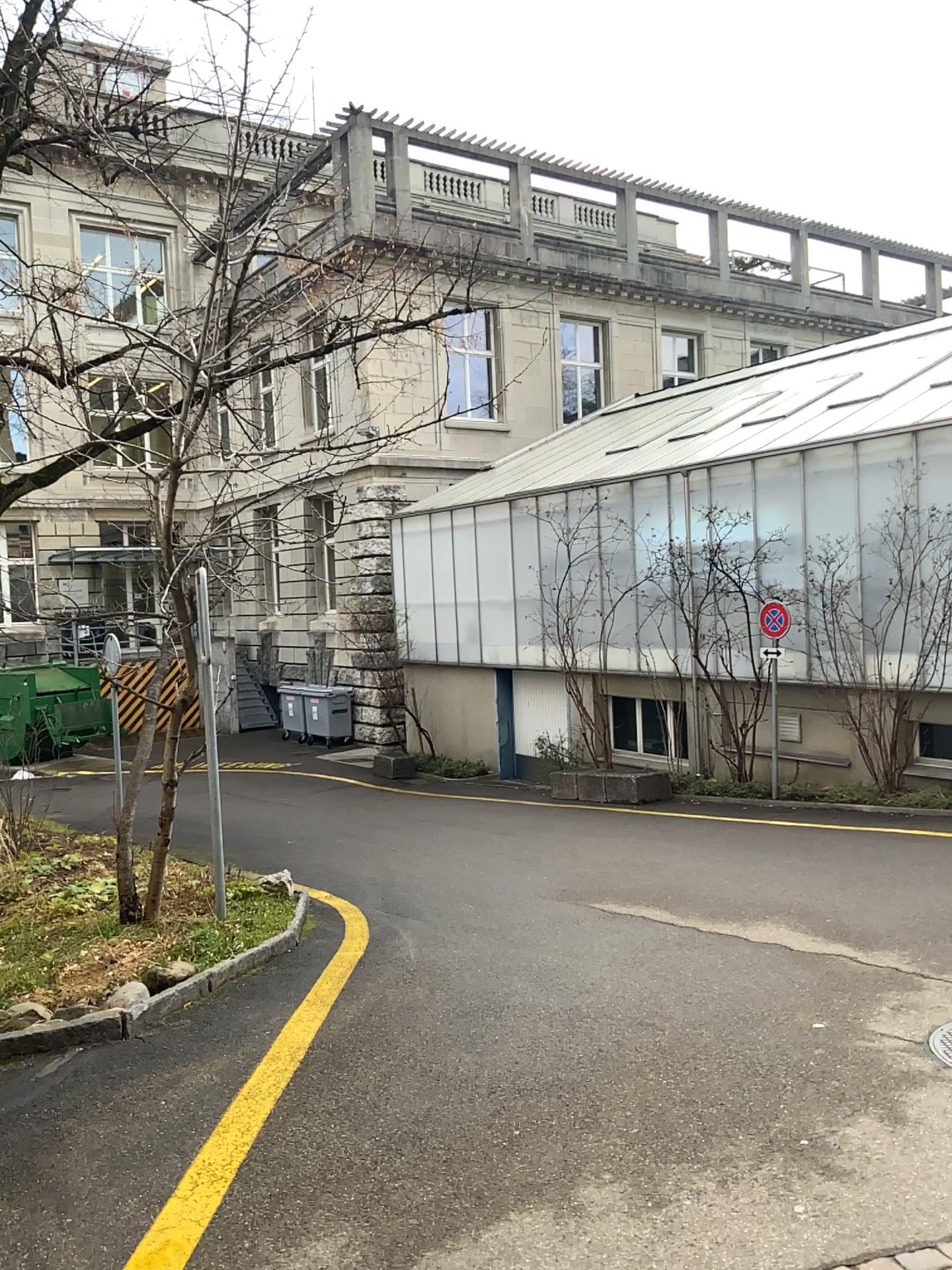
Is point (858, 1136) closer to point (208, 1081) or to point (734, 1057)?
point (734, 1057)
